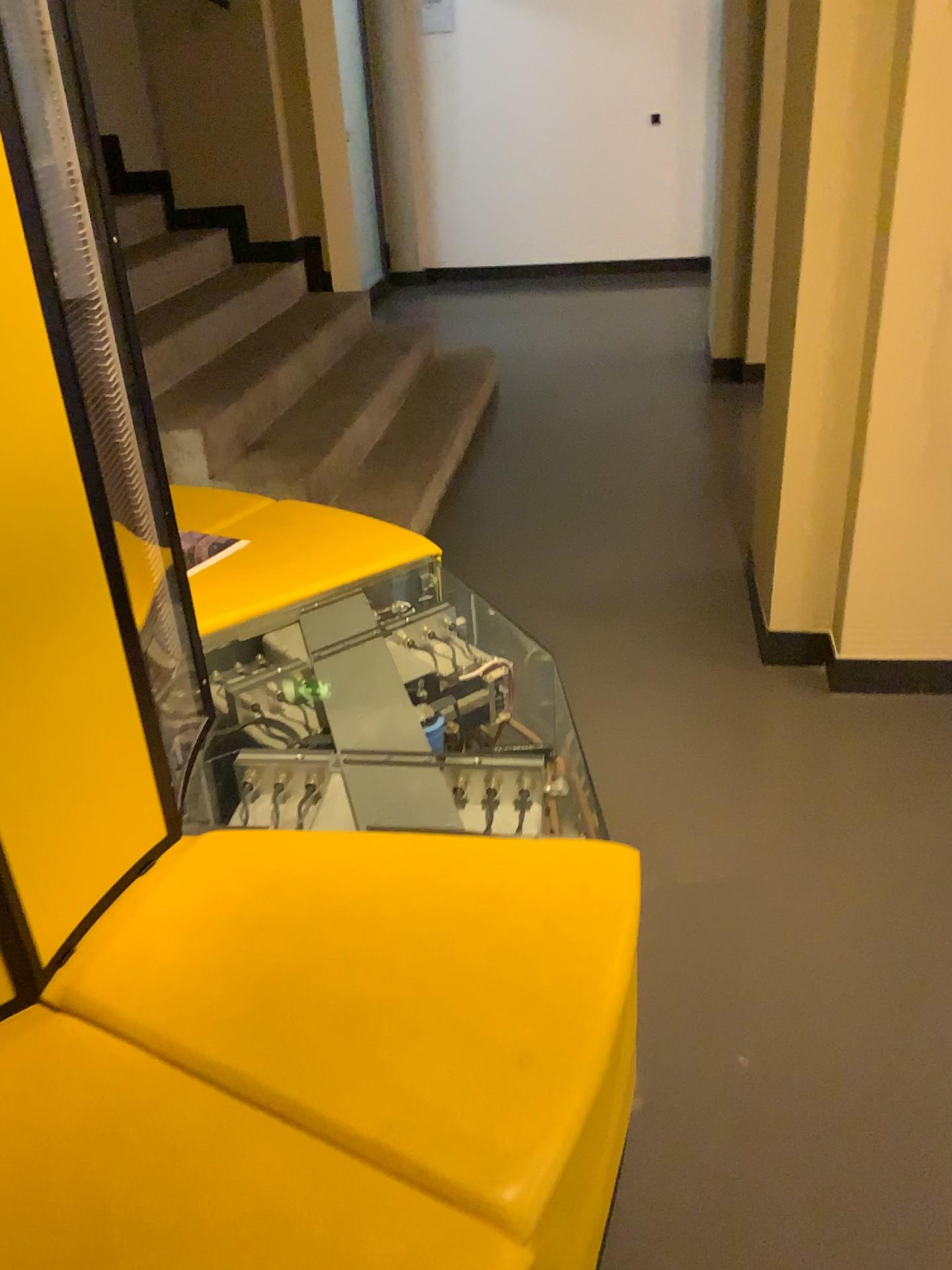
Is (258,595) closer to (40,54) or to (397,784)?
(397,784)

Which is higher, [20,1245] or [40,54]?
[40,54]

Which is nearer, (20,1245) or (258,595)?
(20,1245)

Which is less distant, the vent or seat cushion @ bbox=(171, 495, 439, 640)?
the vent

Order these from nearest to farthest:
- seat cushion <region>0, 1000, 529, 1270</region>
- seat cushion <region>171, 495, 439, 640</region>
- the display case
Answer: seat cushion <region>0, 1000, 529, 1270</region> < the display case < seat cushion <region>171, 495, 439, 640</region>

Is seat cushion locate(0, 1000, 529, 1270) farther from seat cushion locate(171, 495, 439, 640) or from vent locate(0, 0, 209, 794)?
seat cushion locate(171, 495, 439, 640)

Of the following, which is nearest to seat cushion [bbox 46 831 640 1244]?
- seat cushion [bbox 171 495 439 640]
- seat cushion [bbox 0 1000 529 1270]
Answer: seat cushion [bbox 0 1000 529 1270]

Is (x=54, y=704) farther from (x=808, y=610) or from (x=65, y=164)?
(x=808, y=610)

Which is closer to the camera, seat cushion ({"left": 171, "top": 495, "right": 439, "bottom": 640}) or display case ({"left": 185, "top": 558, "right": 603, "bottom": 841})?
display case ({"left": 185, "top": 558, "right": 603, "bottom": 841})

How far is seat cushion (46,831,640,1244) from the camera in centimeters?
95cm
